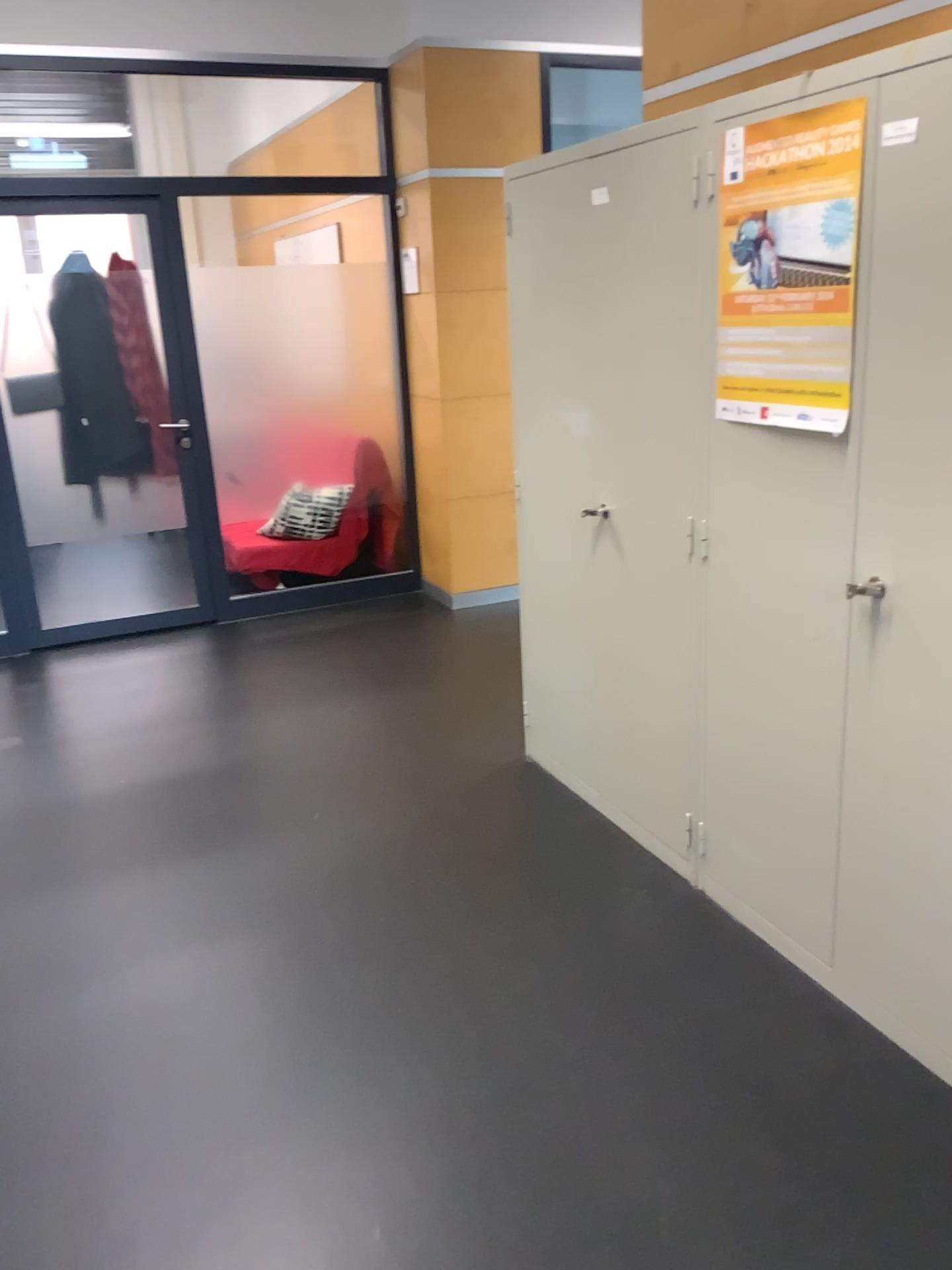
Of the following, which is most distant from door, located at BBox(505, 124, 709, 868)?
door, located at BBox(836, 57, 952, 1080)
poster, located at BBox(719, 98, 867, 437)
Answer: door, located at BBox(836, 57, 952, 1080)

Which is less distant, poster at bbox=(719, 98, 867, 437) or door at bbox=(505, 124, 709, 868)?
poster at bbox=(719, 98, 867, 437)

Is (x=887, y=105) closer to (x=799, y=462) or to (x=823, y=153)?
(x=823, y=153)

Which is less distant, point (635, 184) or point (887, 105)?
point (887, 105)

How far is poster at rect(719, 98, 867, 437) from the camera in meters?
1.9 m

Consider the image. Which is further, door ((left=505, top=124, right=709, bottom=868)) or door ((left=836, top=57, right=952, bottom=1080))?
door ((left=505, top=124, right=709, bottom=868))

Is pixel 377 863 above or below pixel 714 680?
below

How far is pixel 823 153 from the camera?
1.9m

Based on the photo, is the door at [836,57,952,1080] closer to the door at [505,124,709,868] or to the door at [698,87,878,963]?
the door at [698,87,878,963]

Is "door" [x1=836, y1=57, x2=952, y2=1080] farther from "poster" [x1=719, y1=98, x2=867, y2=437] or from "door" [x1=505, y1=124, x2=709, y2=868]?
"door" [x1=505, y1=124, x2=709, y2=868]
